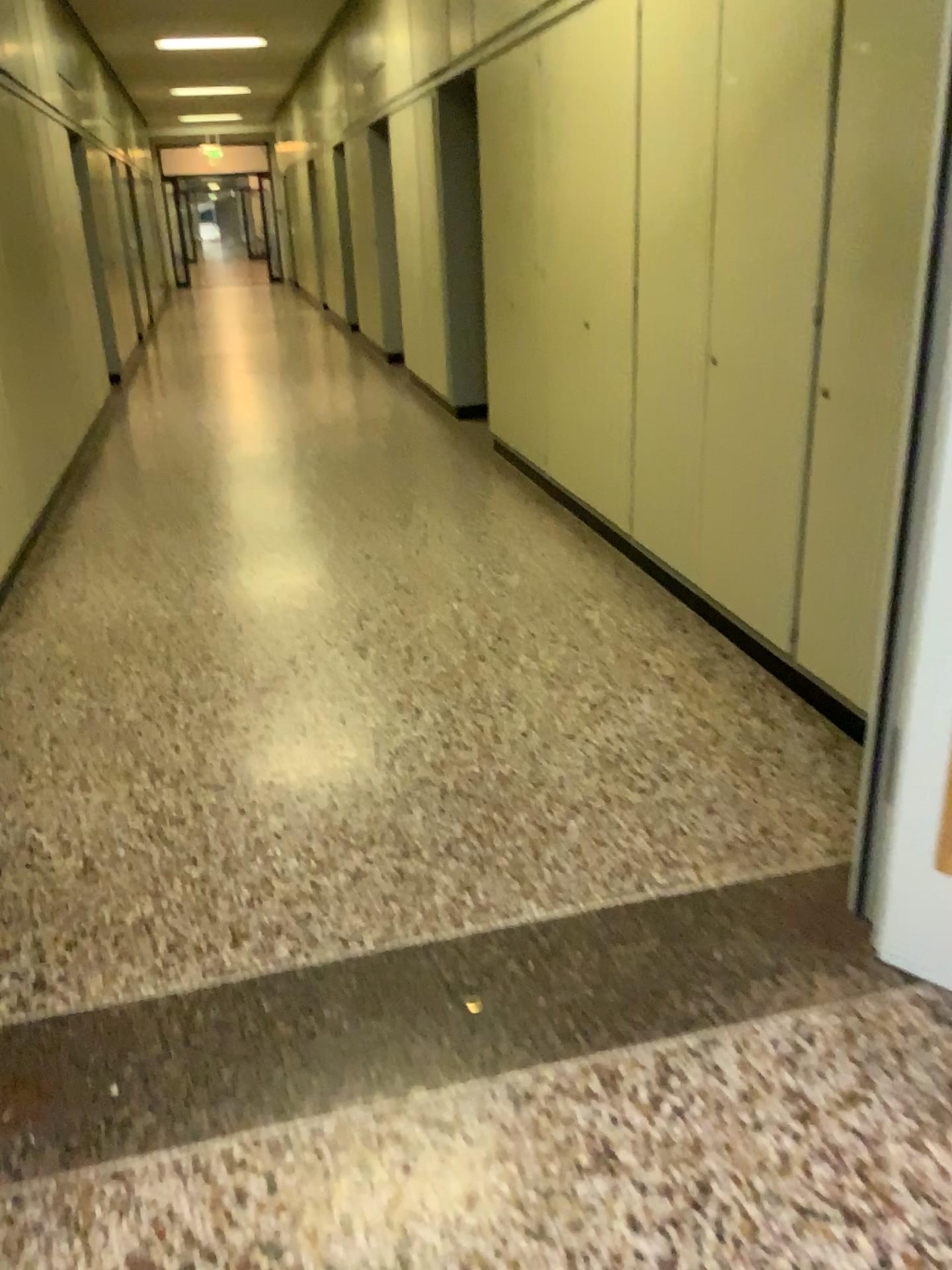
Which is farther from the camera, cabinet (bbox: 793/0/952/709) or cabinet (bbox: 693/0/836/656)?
cabinet (bbox: 693/0/836/656)

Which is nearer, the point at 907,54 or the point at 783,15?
the point at 907,54

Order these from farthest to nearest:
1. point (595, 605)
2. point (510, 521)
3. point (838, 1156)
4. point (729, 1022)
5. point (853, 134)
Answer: point (510, 521) → point (595, 605) → point (853, 134) → point (729, 1022) → point (838, 1156)
